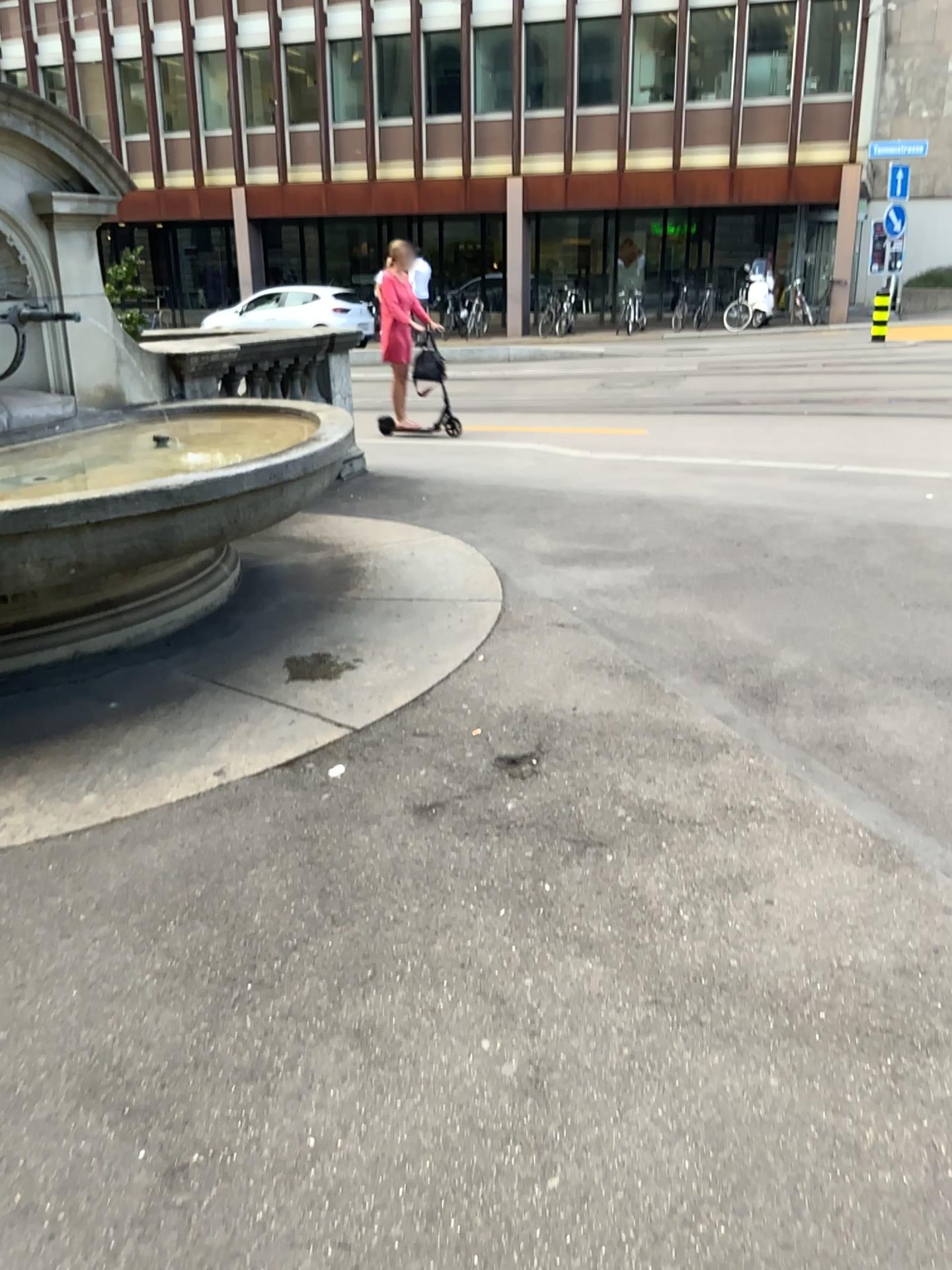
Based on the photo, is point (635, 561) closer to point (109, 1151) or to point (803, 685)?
point (803, 685)
